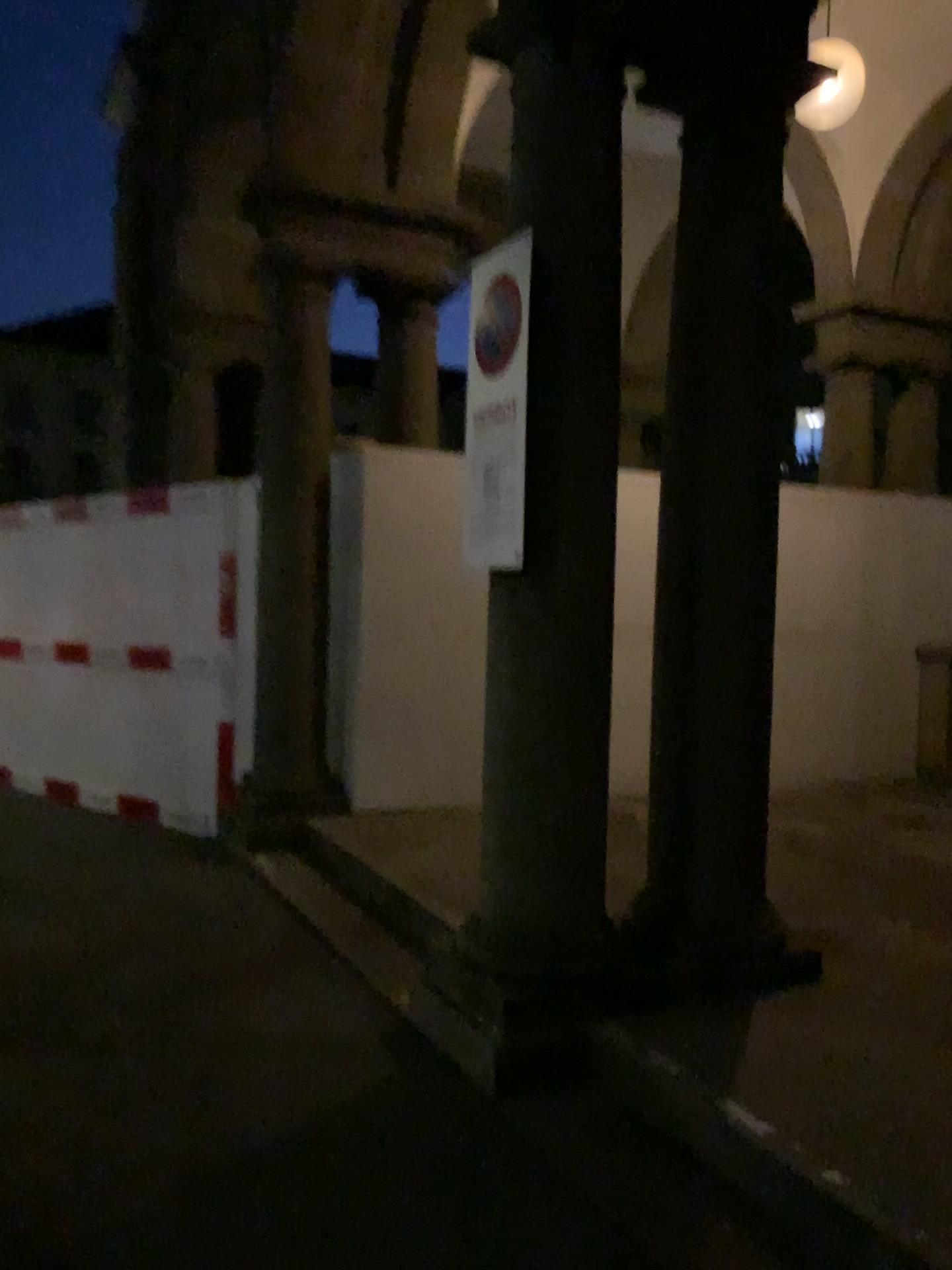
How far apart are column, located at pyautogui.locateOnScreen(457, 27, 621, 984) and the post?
0.3 meters

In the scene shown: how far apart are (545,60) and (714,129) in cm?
68

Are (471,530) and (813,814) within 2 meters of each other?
no

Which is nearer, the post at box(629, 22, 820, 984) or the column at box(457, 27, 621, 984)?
the column at box(457, 27, 621, 984)

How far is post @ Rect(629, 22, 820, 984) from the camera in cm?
358

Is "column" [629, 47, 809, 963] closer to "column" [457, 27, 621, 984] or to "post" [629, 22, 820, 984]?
"post" [629, 22, 820, 984]

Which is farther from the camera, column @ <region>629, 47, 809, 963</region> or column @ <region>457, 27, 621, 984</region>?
column @ <region>629, 47, 809, 963</region>

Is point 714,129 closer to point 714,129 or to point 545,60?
point 714,129

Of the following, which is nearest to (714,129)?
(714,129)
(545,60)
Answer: (714,129)

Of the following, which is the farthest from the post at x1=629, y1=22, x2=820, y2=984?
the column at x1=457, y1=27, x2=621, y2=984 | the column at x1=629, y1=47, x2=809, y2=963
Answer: the column at x1=457, y1=27, x2=621, y2=984
